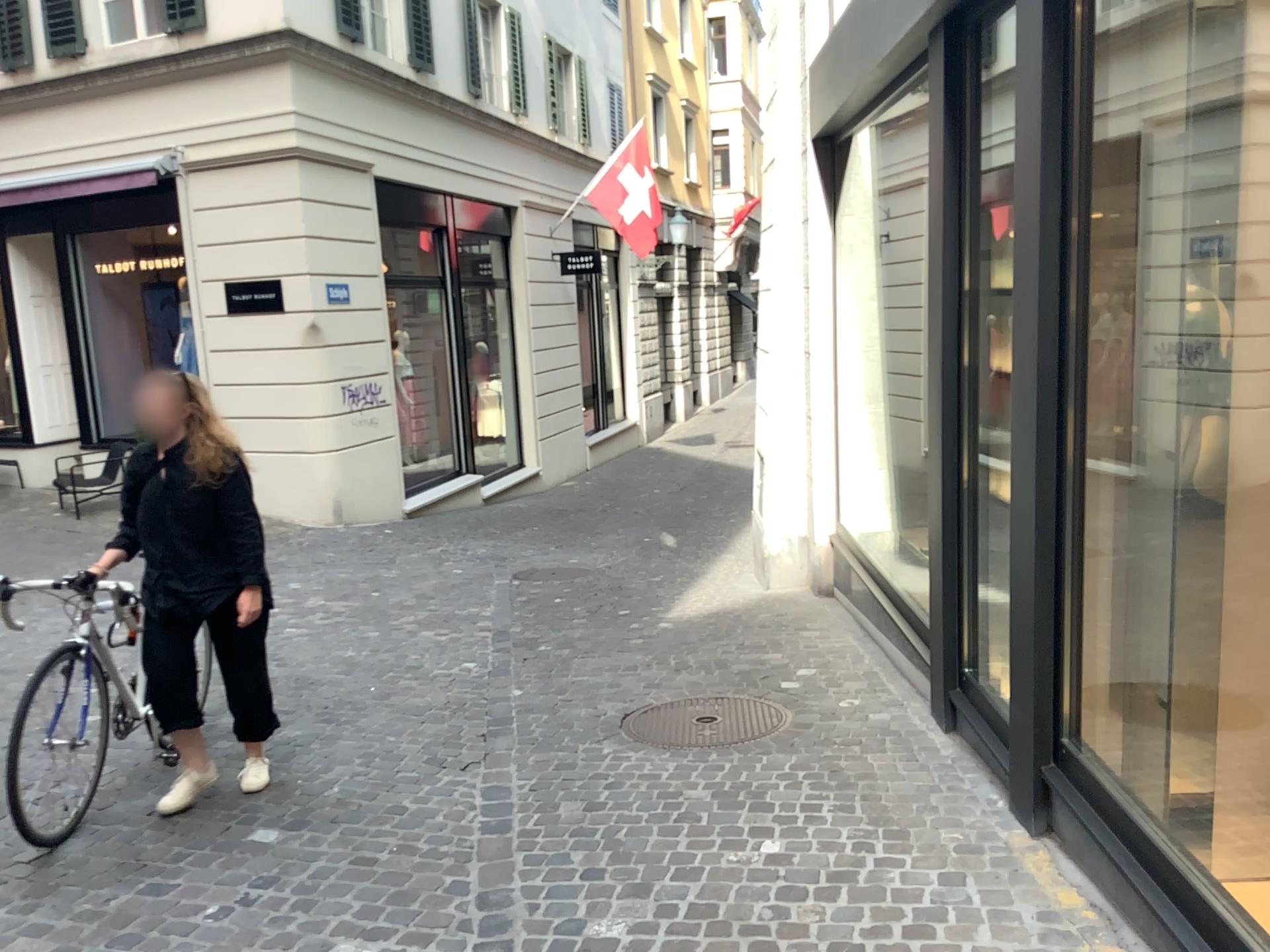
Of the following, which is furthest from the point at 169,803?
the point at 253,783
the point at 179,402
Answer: the point at 179,402

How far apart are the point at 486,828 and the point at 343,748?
1.10m

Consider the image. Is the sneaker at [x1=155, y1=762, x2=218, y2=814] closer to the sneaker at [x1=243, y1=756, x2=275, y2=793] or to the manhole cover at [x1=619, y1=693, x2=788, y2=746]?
the sneaker at [x1=243, y1=756, x2=275, y2=793]

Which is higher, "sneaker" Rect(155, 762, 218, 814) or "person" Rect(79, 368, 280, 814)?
"person" Rect(79, 368, 280, 814)

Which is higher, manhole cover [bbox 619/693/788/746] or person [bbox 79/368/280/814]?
person [bbox 79/368/280/814]

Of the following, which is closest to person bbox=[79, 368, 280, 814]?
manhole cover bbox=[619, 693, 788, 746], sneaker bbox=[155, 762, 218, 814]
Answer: sneaker bbox=[155, 762, 218, 814]

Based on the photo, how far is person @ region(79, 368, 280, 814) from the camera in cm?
379

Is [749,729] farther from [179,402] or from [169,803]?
[179,402]

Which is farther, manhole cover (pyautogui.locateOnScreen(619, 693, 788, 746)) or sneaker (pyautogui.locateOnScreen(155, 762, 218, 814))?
manhole cover (pyautogui.locateOnScreen(619, 693, 788, 746))

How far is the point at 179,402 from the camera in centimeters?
379cm
